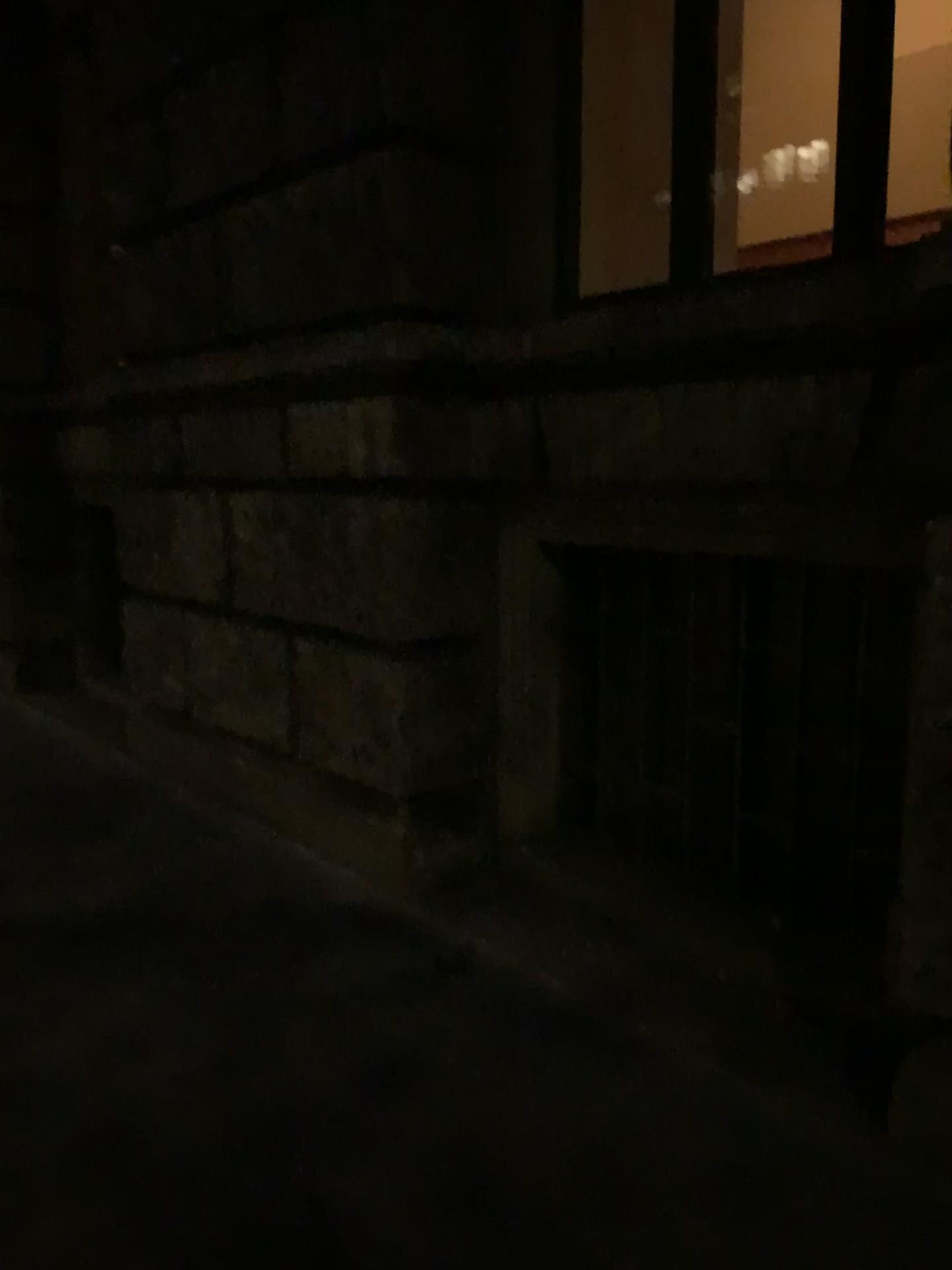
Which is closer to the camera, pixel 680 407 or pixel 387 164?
pixel 680 407
